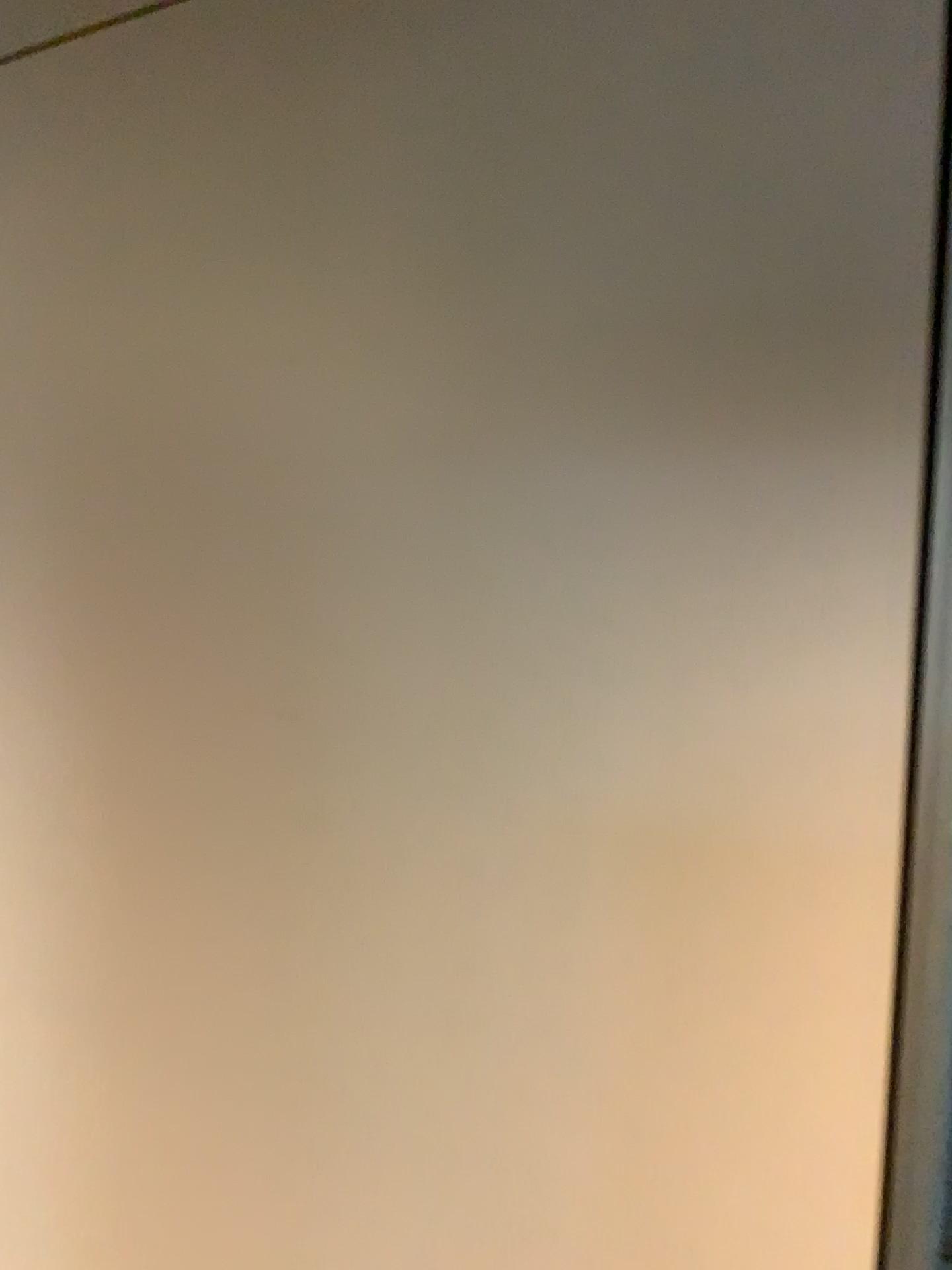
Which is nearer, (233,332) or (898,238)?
(898,238)
